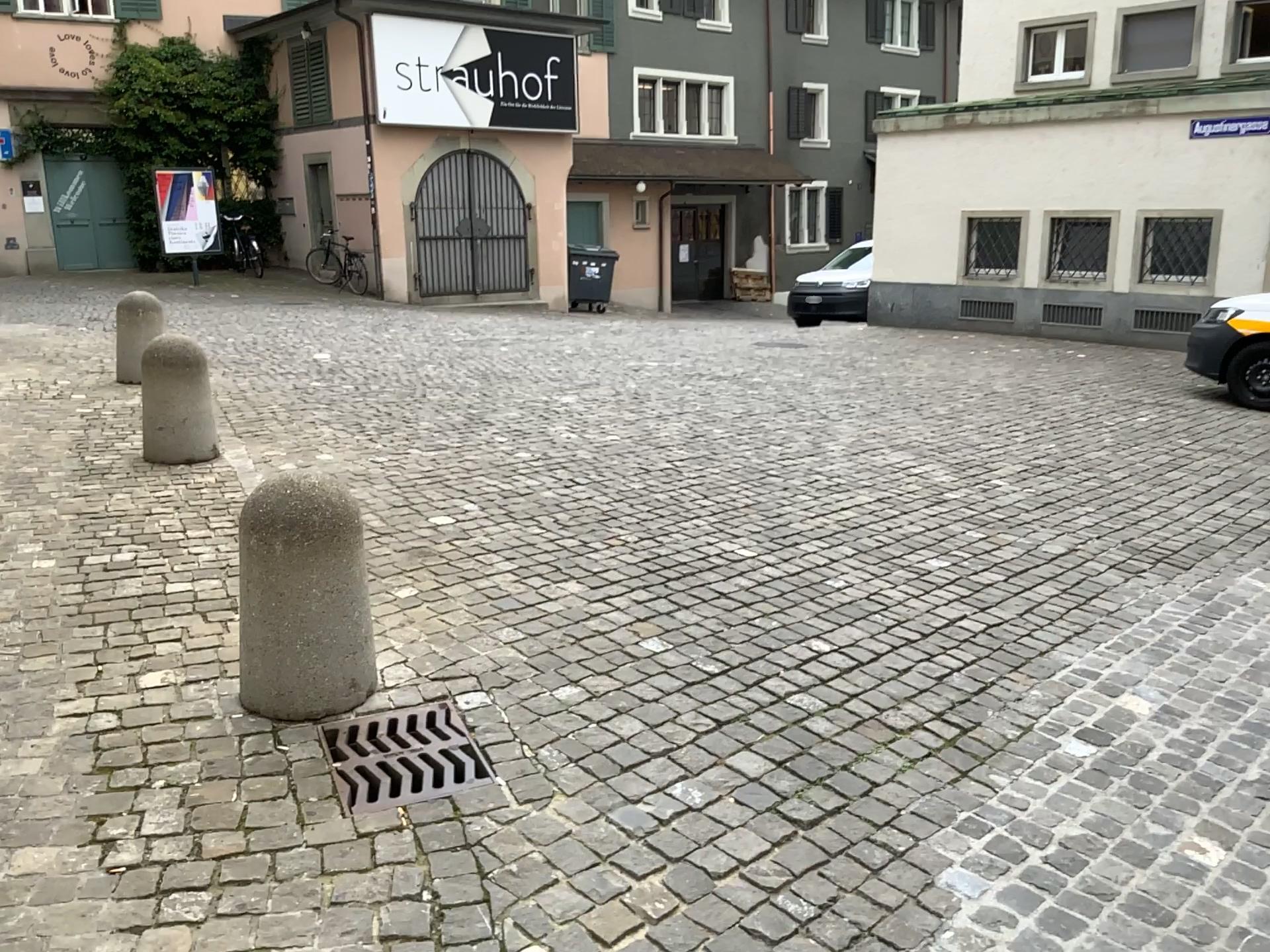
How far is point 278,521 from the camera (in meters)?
2.94

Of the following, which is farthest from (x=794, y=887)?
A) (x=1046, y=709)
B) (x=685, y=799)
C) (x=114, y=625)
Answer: (x=114, y=625)

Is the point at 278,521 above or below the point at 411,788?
above

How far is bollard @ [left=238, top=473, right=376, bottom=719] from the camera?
2.9 meters
